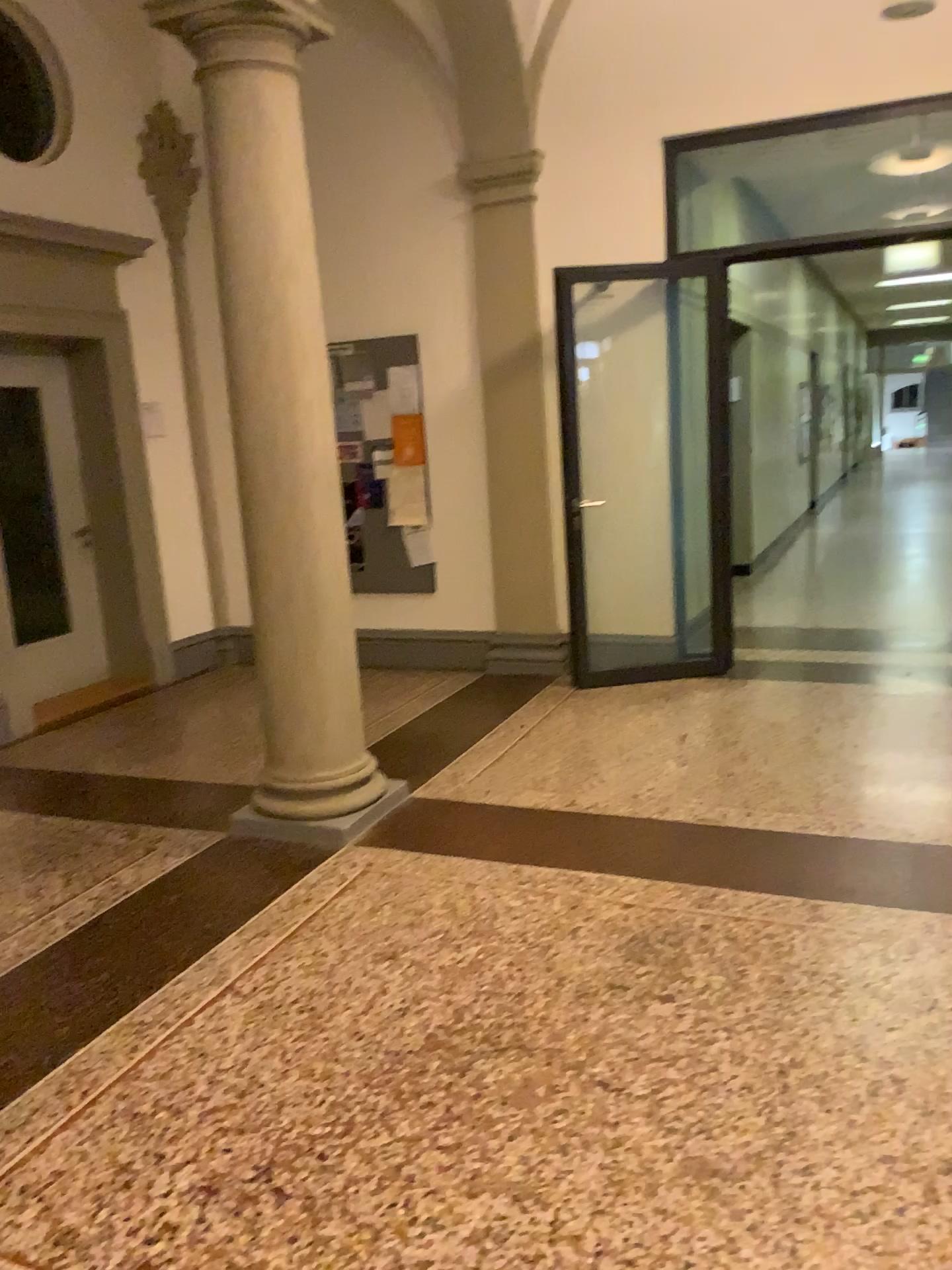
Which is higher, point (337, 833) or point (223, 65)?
point (223, 65)

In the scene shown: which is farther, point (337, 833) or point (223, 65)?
point (337, 833)

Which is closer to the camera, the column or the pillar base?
the column

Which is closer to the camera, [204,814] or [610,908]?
[610,908]
